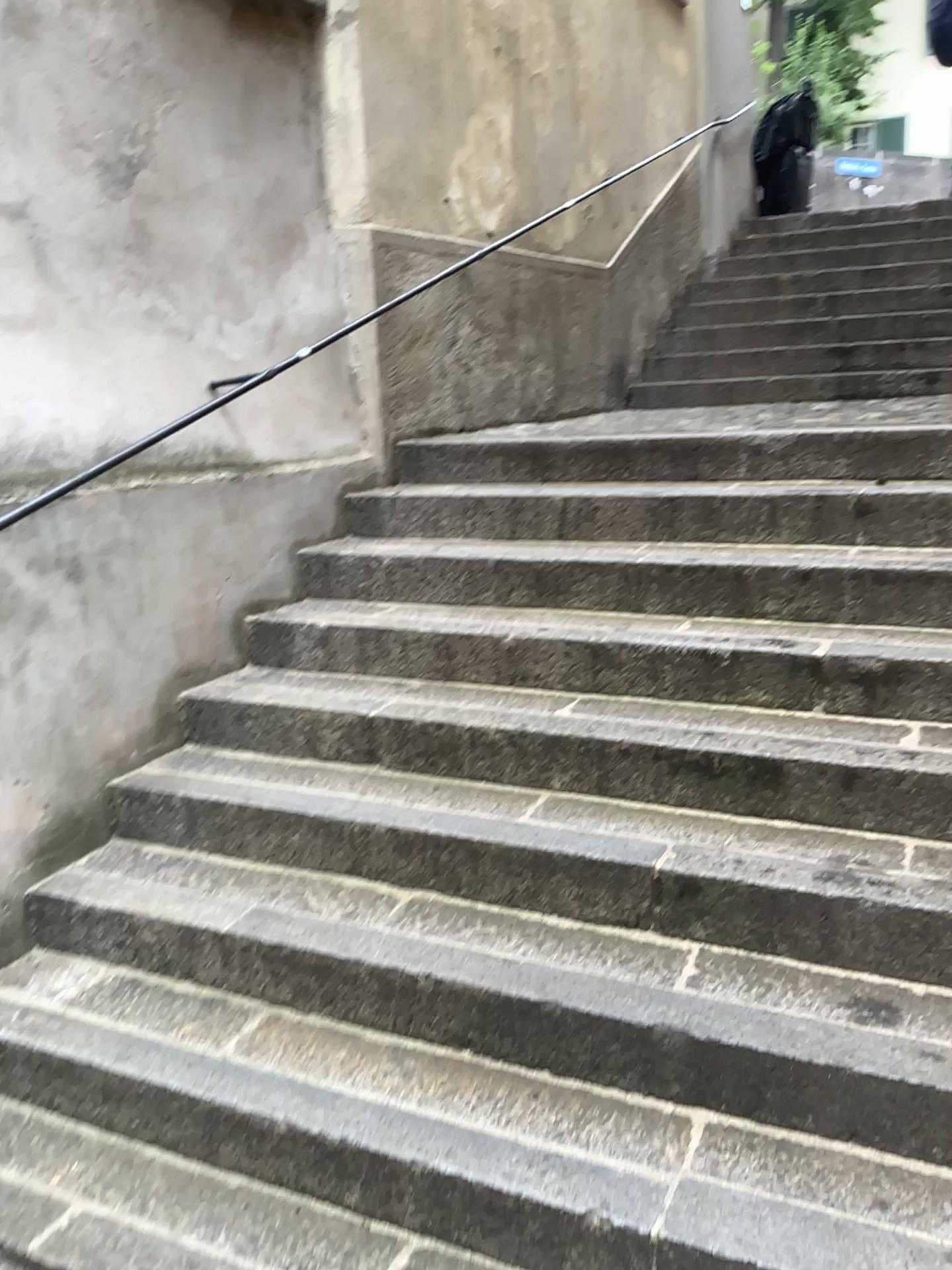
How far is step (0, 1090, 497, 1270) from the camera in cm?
186

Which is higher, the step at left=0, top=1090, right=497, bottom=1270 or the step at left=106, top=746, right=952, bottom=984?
the step at left=106, top=746, right=952, bottom=984

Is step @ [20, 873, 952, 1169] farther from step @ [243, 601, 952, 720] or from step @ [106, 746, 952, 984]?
step @ [243, 601, 952, 720]

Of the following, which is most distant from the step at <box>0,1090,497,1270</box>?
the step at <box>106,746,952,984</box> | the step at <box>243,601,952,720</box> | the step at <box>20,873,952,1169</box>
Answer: the step at <box>243,601,952,720</box>

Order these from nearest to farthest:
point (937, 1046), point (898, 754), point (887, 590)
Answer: point (937, 1046), point (898, 754), point (887, 590)

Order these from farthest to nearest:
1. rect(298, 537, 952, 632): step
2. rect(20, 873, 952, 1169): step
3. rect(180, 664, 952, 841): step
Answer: rect(298, 537, 952, 632): step < rect(180, 664, 952, 841): step < rect(20, 873, 952, 1169): step

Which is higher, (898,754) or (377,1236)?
(898,754)

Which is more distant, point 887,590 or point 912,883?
point 887,590

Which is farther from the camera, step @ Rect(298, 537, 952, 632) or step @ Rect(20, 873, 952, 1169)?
step @ Rect(298, 537, 952, 632)

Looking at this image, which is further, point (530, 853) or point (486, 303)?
point (486, 303)
